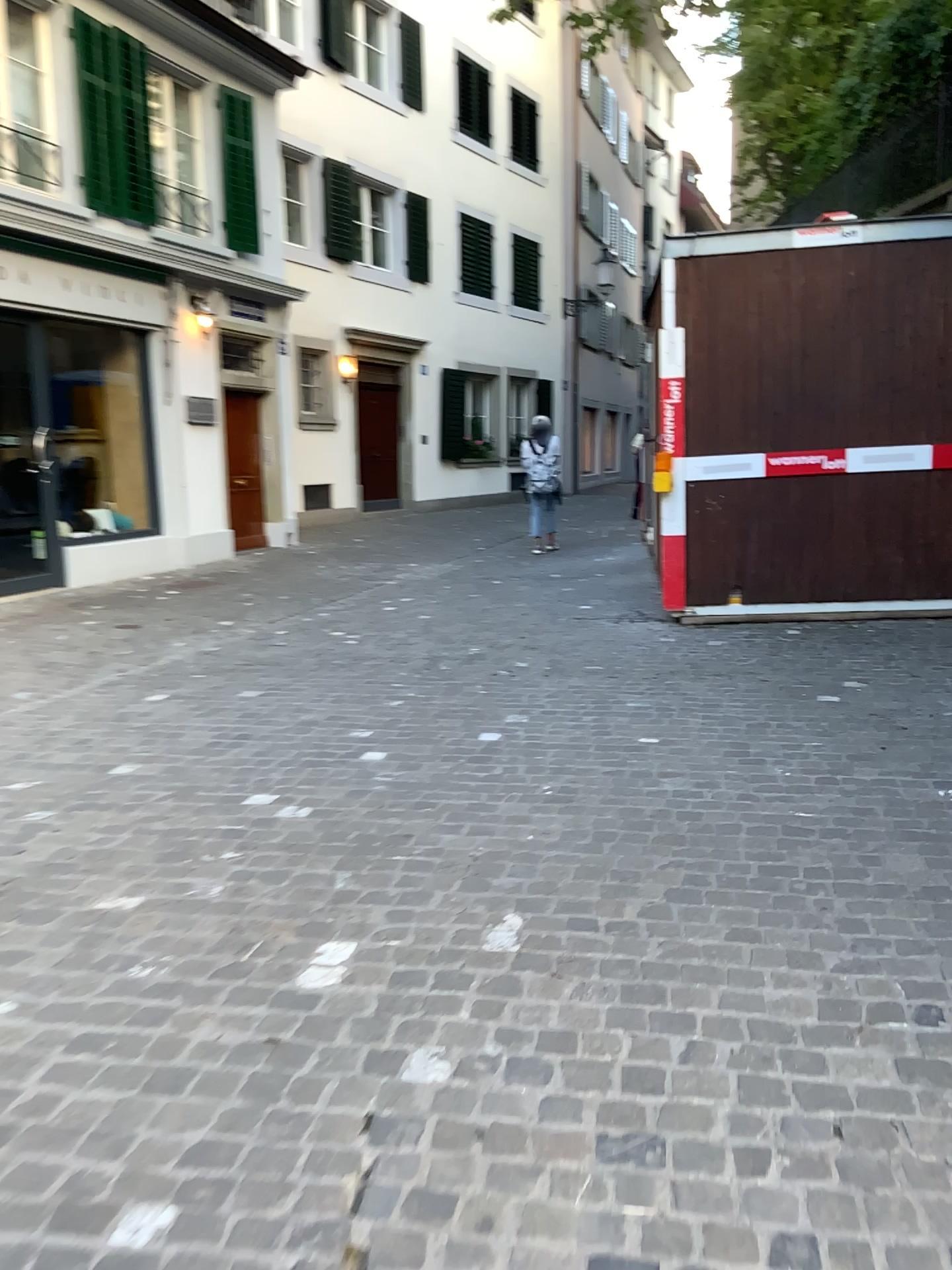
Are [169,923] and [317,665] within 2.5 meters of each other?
no
